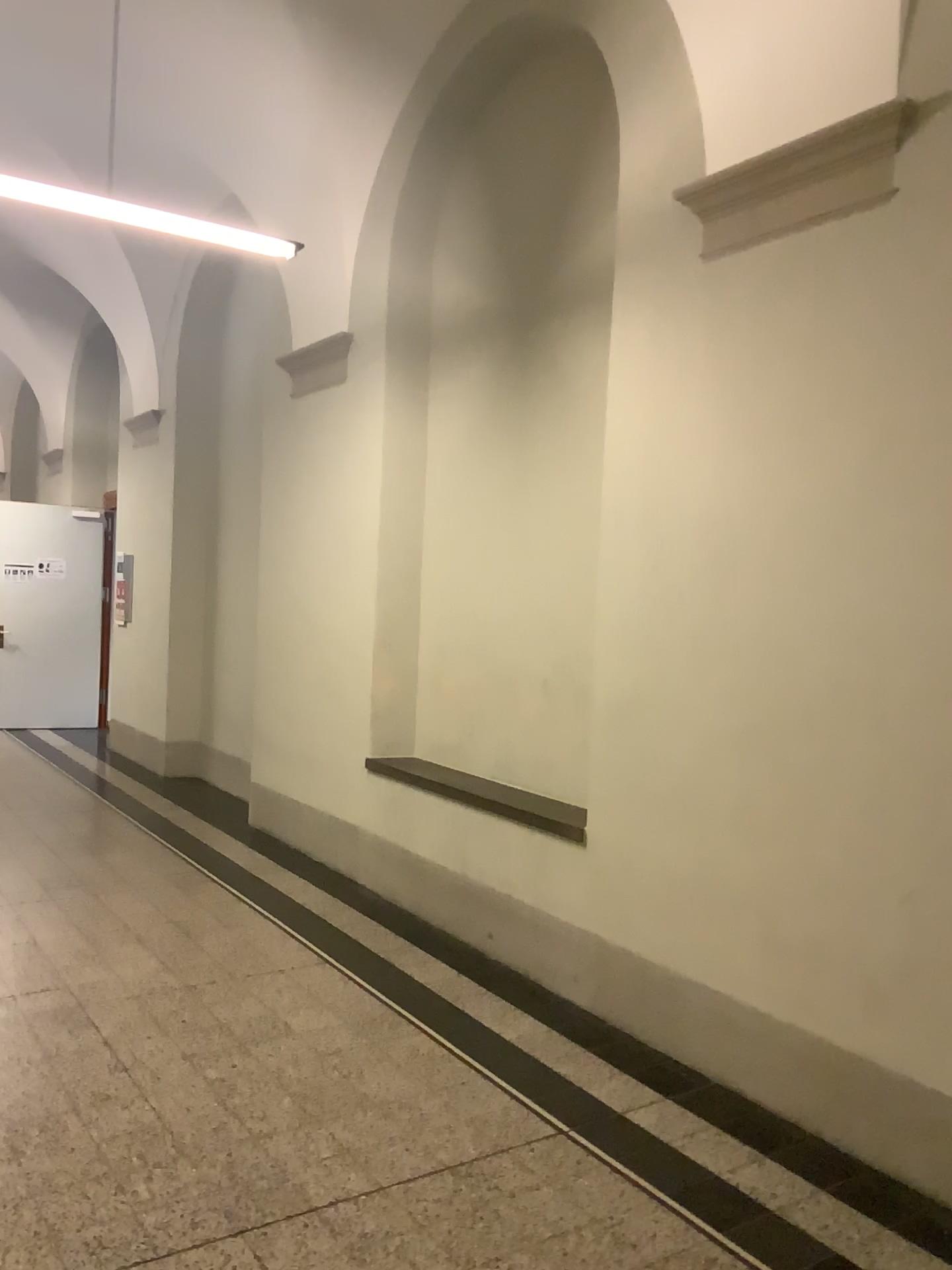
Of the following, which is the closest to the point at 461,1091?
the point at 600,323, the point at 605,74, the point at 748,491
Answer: the point at 748,491

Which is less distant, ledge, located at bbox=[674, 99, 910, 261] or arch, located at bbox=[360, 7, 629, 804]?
ledge, located at bbox=[674, 99, 910, 261]

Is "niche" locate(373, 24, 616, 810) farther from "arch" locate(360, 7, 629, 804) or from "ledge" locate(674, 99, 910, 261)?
"ledge" locate(674, 99, 910, 261)

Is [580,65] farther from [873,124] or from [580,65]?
[873,124]

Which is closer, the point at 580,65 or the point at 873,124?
the point at 873,124

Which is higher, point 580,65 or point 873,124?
point 580,65

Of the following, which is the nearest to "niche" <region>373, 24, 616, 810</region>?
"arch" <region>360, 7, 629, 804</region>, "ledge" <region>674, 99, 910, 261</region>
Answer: "arch" <region>360, 7, 629, 804</region>

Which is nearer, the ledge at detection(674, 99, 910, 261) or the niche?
the ledge at detection(674, 99, 910, 261)
